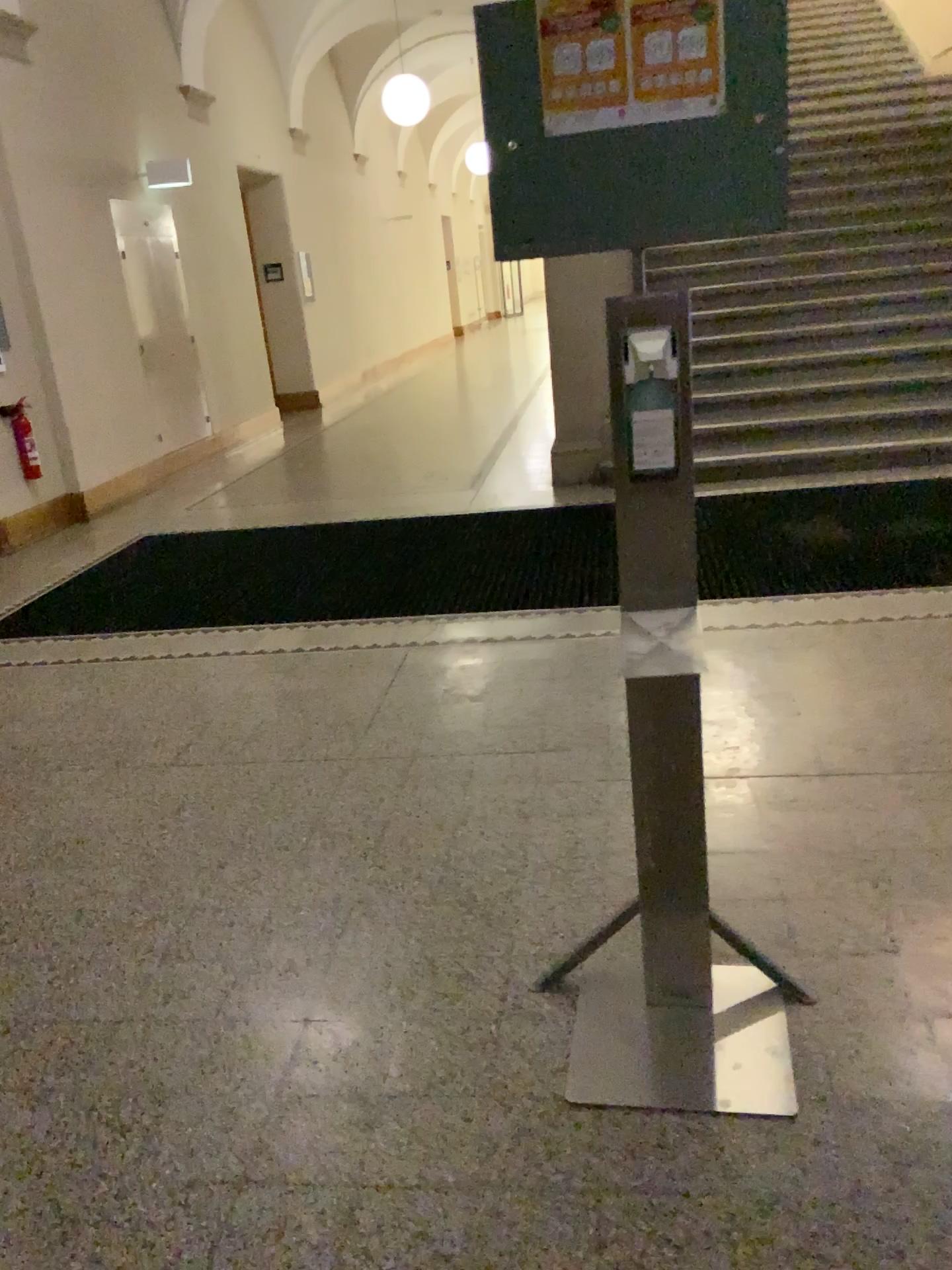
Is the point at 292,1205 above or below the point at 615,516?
below
